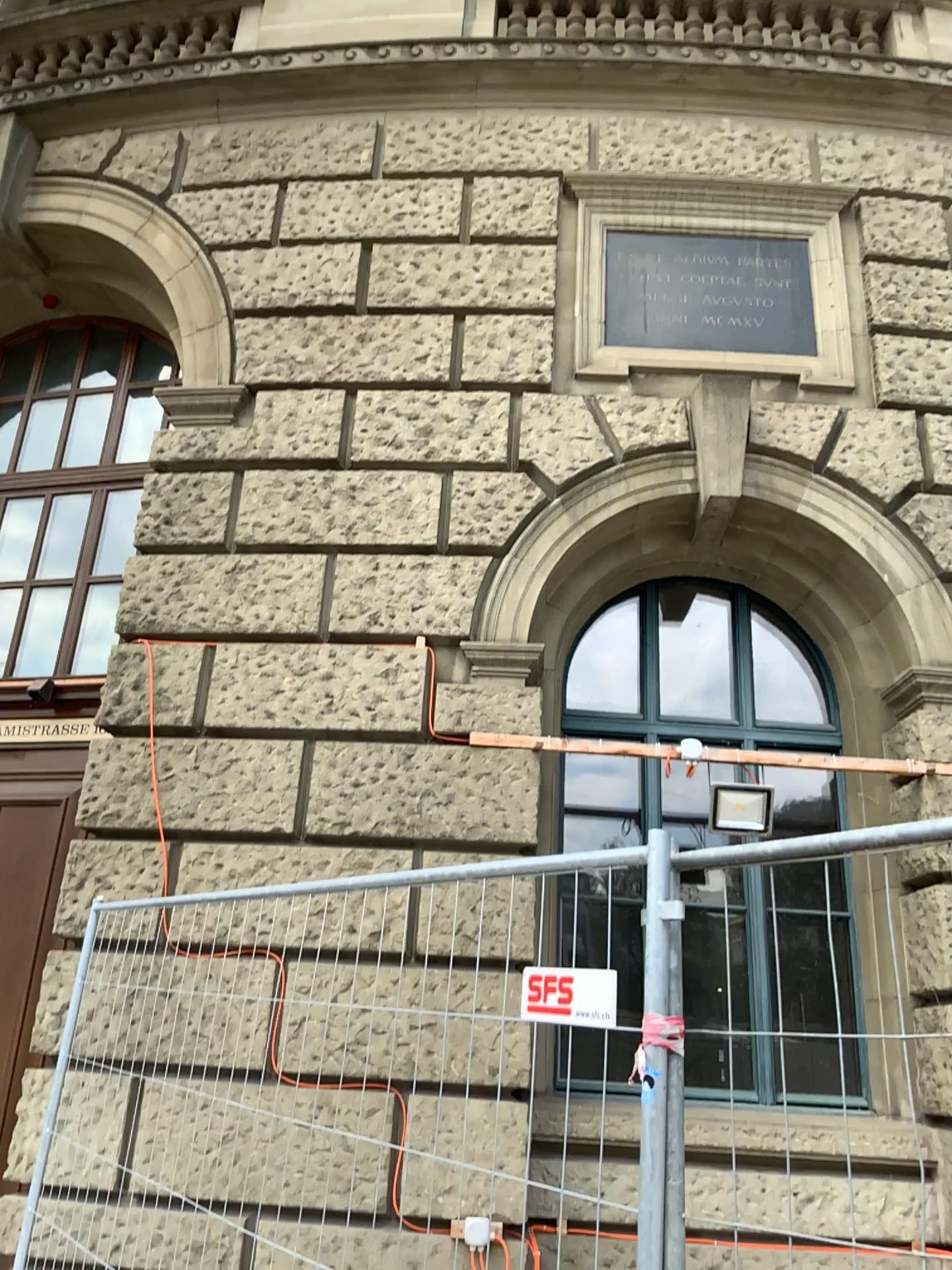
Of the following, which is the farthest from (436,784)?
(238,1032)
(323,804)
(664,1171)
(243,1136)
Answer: (664,1171)
